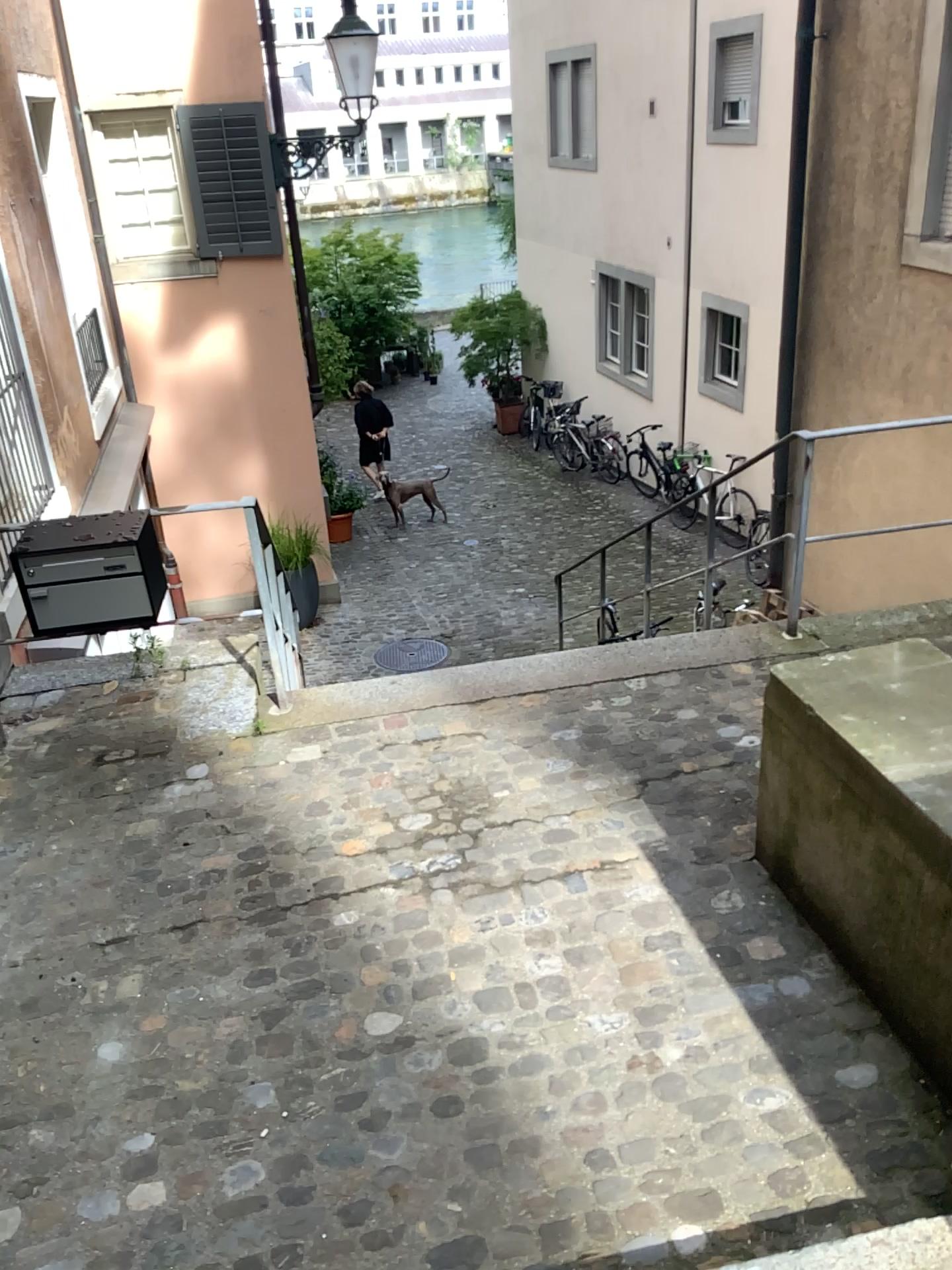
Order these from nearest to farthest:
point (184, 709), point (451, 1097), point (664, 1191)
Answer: point (664, 1191), point (451, 1097), point (184, 709)
